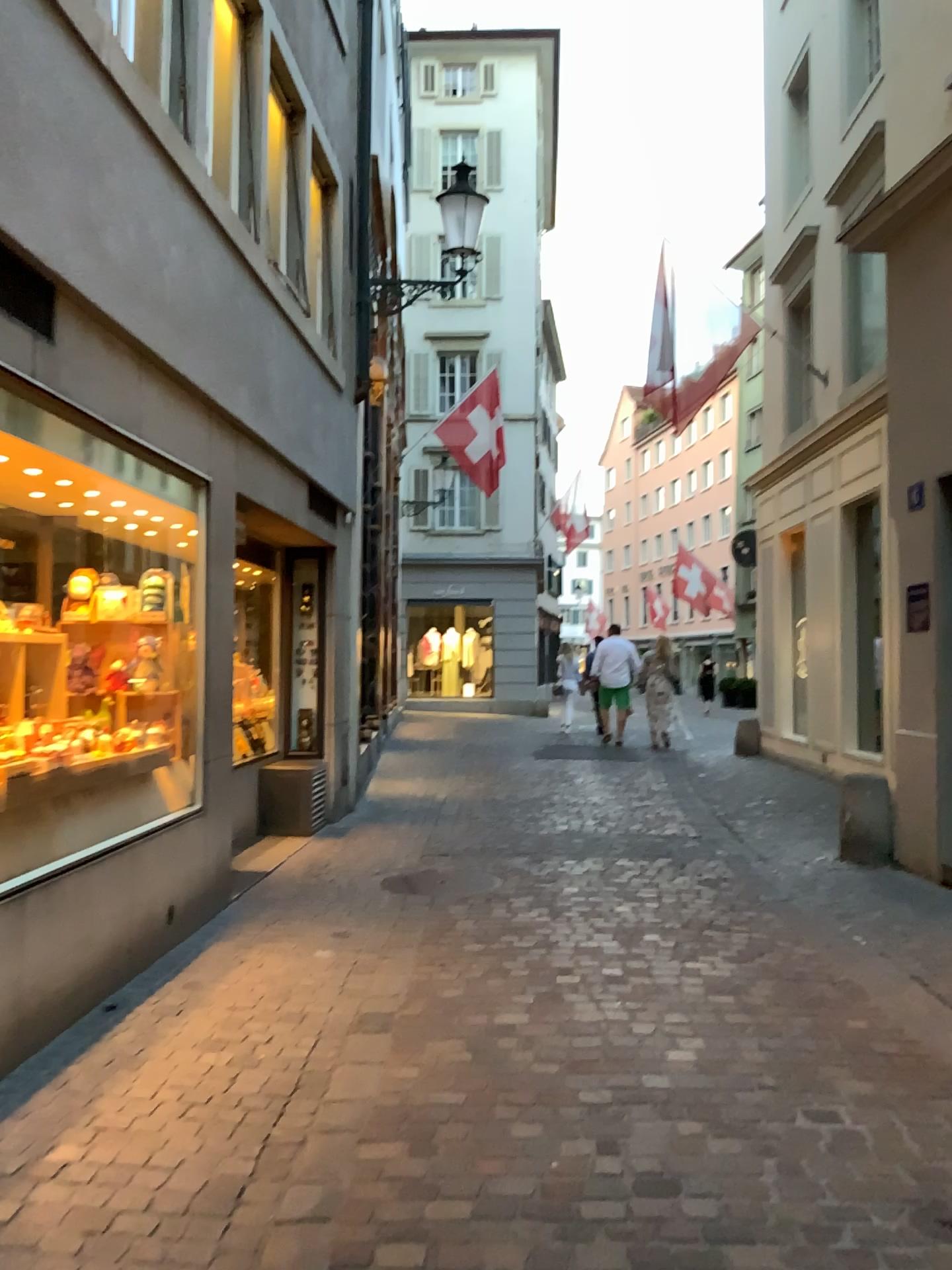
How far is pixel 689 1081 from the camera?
3.3 meters
